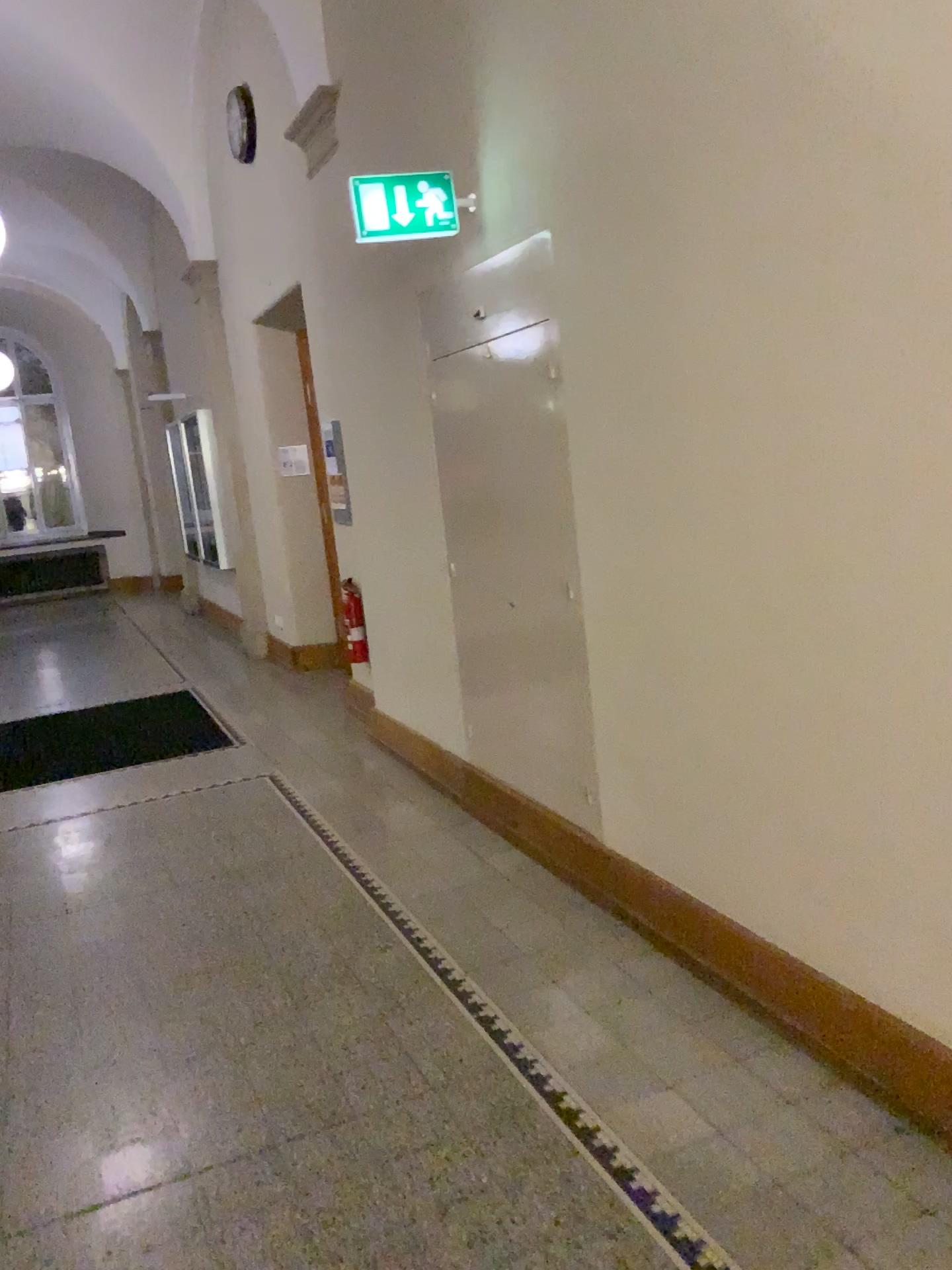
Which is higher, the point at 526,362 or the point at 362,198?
the point at 362,198

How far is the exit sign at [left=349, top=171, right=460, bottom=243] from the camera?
3.6 meters

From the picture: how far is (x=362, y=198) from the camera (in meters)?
3.58

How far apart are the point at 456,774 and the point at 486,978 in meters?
1.6 m

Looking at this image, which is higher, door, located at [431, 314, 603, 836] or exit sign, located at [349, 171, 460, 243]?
exit sign, located at [349, 171, 460, 243]
